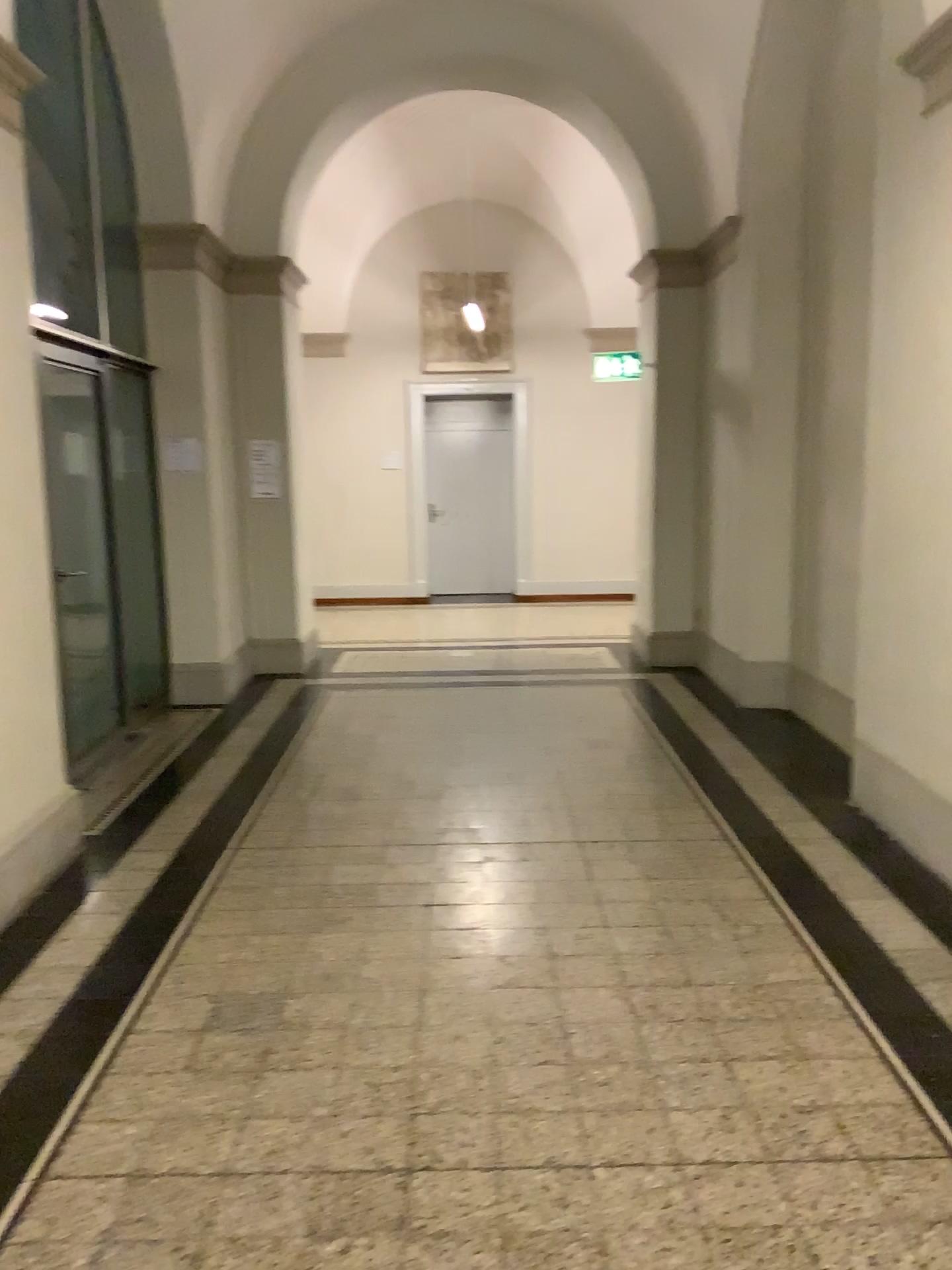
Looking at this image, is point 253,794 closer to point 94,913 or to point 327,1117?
point 94,913
